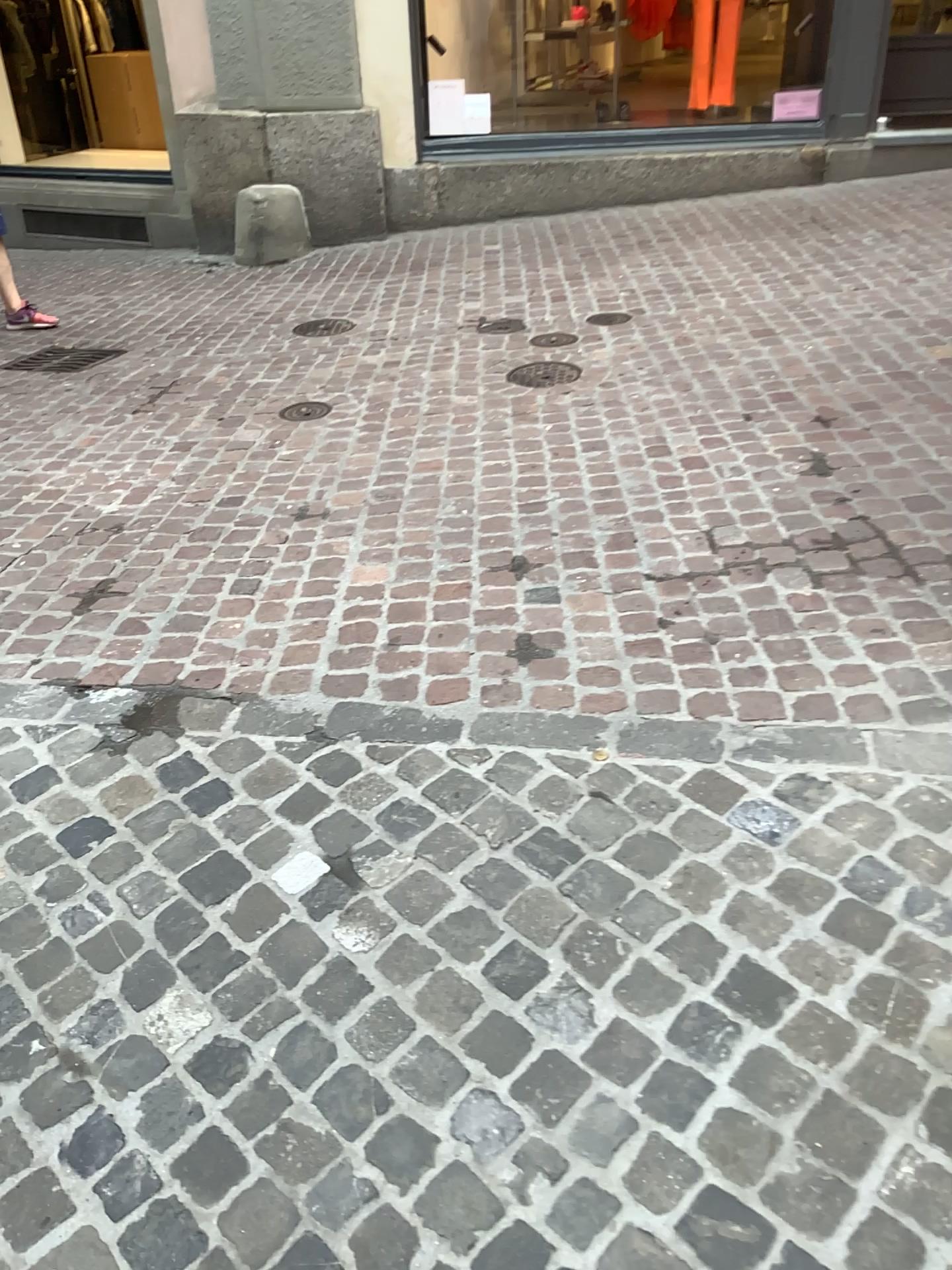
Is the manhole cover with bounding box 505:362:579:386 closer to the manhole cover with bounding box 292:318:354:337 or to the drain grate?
the manhole cover with bounding box 292:318:354:337

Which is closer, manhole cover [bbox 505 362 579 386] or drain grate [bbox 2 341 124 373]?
manhole cover [bbox 505 362 579 386]

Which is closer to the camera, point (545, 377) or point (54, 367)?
point (545, 377)

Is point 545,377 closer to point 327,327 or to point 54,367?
point 327,327

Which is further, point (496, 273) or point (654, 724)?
point (496, 273)

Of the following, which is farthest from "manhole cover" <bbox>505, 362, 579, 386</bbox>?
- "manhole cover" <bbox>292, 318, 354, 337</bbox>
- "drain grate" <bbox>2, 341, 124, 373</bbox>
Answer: "drain grate" <bbox>2, 341, 124, 373</bbox>

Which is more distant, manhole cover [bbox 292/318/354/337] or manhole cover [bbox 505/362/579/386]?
manhole cover [bbox 292/318/354/337]

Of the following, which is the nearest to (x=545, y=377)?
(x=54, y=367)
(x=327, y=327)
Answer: (x=327, y=327)
